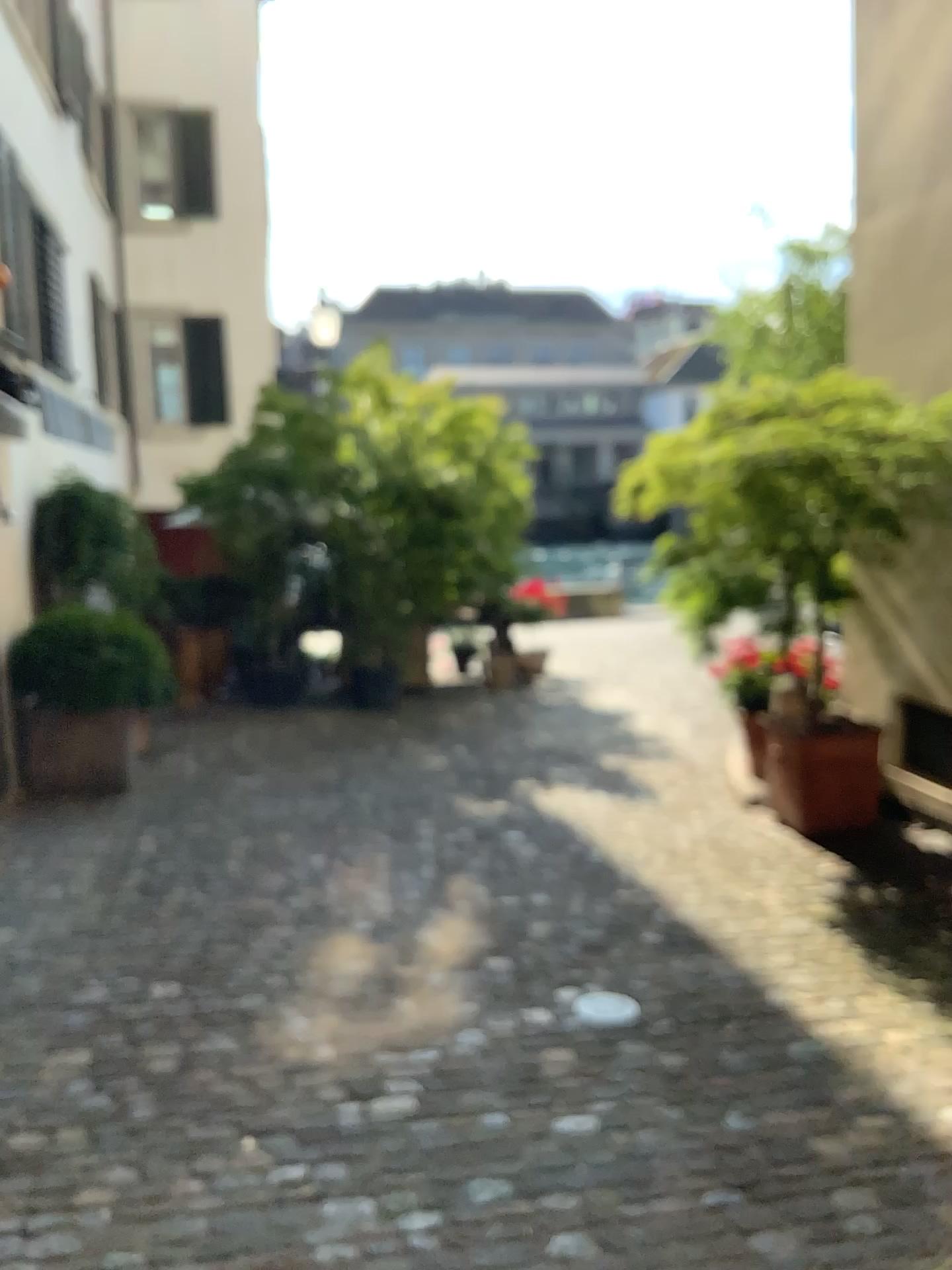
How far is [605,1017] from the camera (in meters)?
3.33

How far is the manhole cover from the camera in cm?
333

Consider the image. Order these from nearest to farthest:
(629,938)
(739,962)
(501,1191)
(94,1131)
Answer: (501,1191)
(94,1131)
(739,962)
(629,938)
